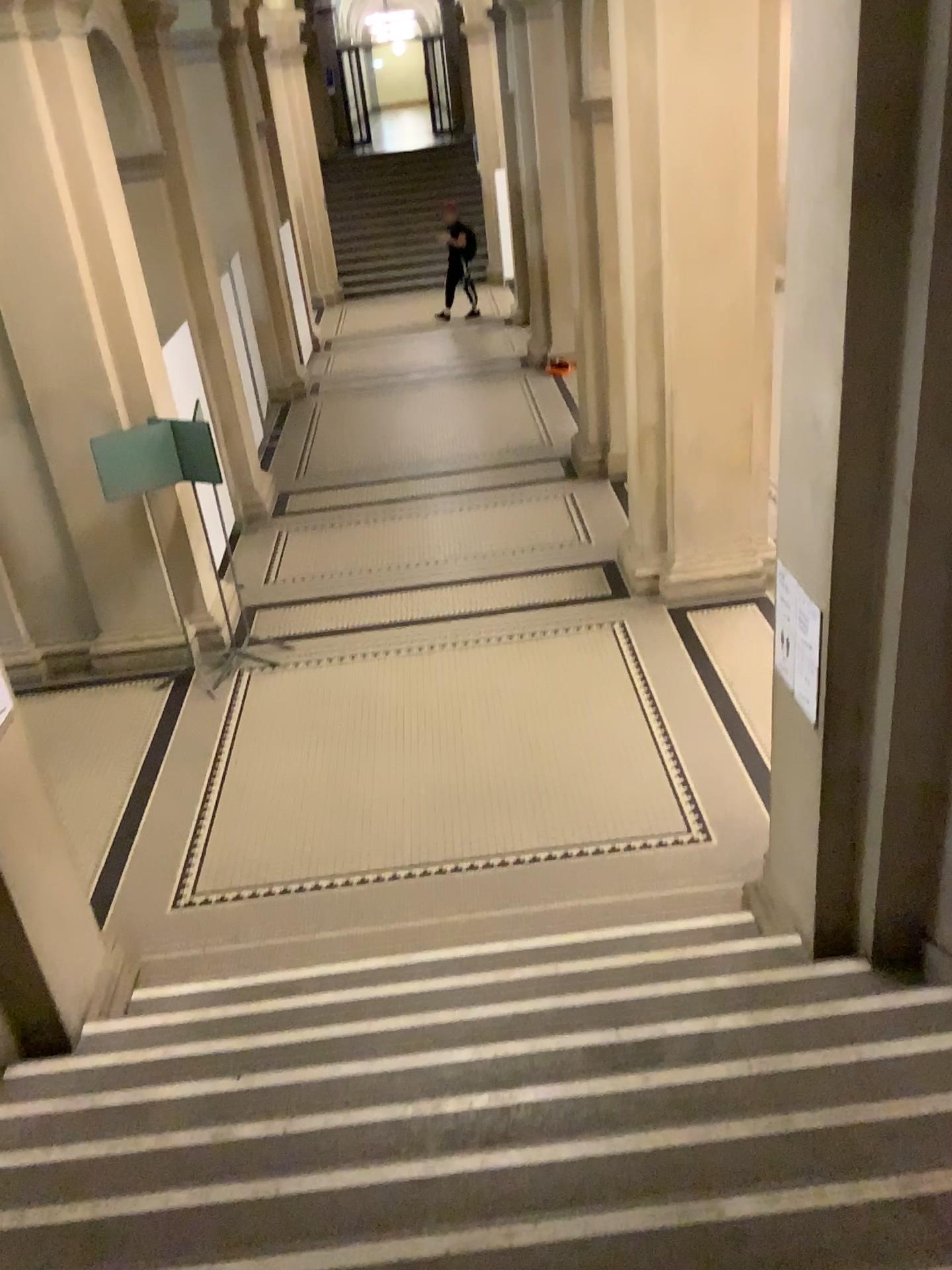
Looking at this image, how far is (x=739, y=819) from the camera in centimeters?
570cm

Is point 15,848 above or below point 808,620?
below

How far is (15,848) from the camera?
3.8m

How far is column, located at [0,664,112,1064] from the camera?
3.8 meters
